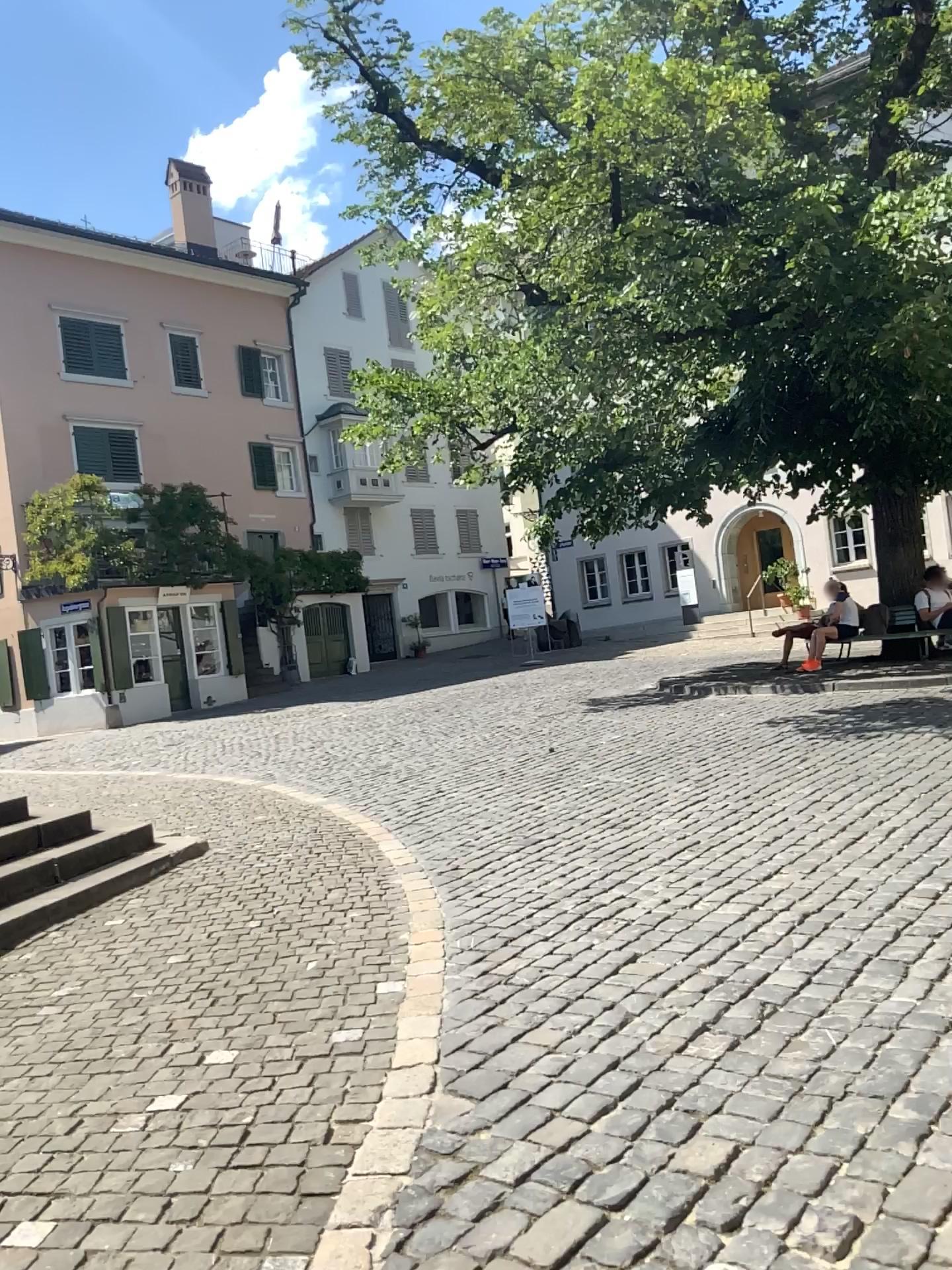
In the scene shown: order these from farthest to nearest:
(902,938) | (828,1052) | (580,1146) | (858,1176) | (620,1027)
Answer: (902,938), (620,1027), (828,1052), (580,1146), (858,1176)
